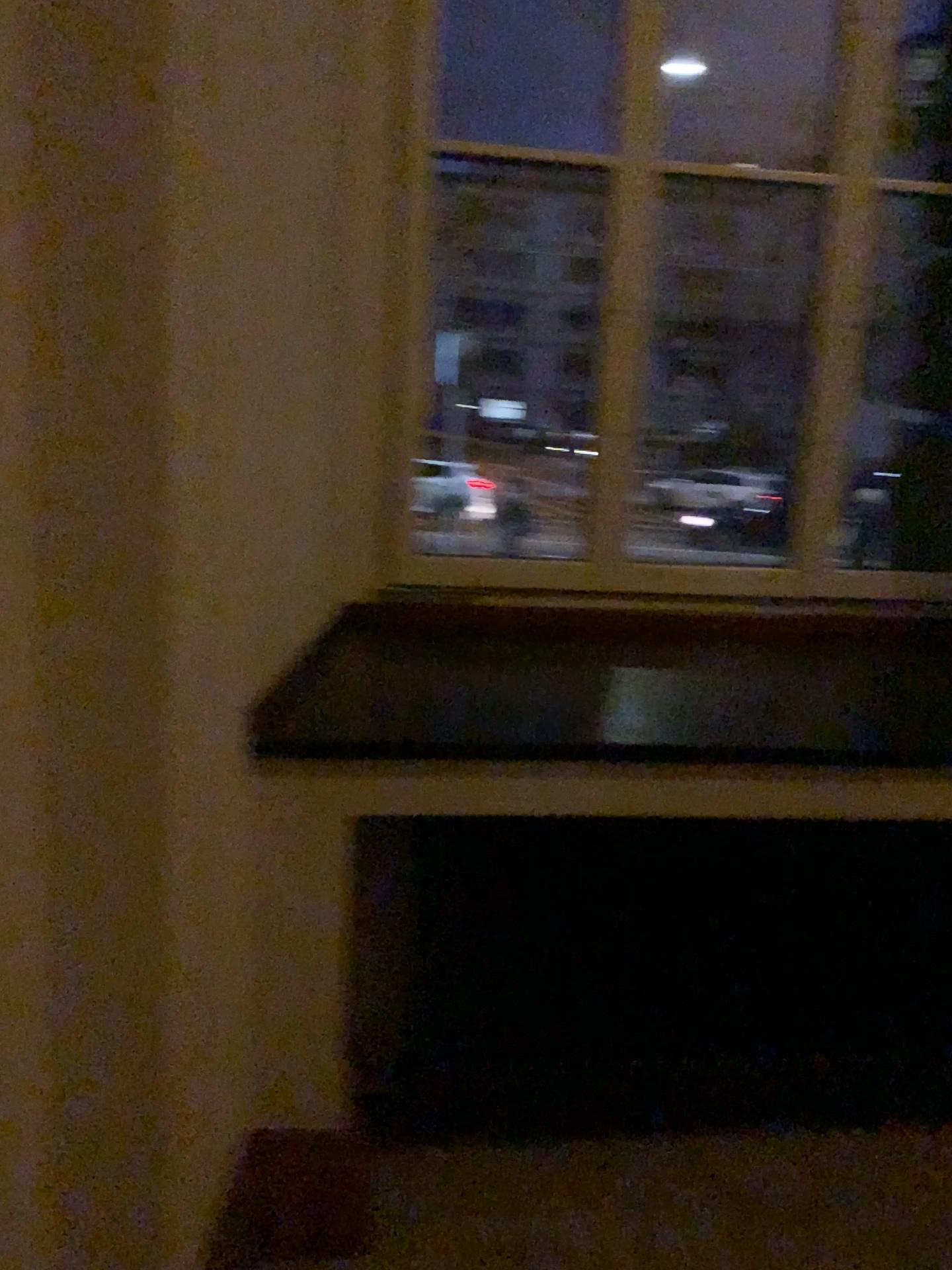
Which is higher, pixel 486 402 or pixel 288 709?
pixel 486 402

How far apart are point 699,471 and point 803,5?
1.1 meters

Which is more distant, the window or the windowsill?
the window

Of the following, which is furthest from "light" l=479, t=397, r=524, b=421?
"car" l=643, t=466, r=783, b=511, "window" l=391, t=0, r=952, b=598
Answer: "car" l=643, t=466, r=783, b=511

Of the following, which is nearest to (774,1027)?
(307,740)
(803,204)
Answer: (307,740)

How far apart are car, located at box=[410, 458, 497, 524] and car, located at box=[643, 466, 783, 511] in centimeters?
43cm

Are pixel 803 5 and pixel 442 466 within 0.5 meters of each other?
no

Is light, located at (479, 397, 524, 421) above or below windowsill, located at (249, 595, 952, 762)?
above

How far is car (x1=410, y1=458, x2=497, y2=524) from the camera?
2.64m

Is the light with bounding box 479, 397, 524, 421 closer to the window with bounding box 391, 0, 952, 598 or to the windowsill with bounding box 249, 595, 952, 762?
the window with bounding box 391, 0, 952, 598
